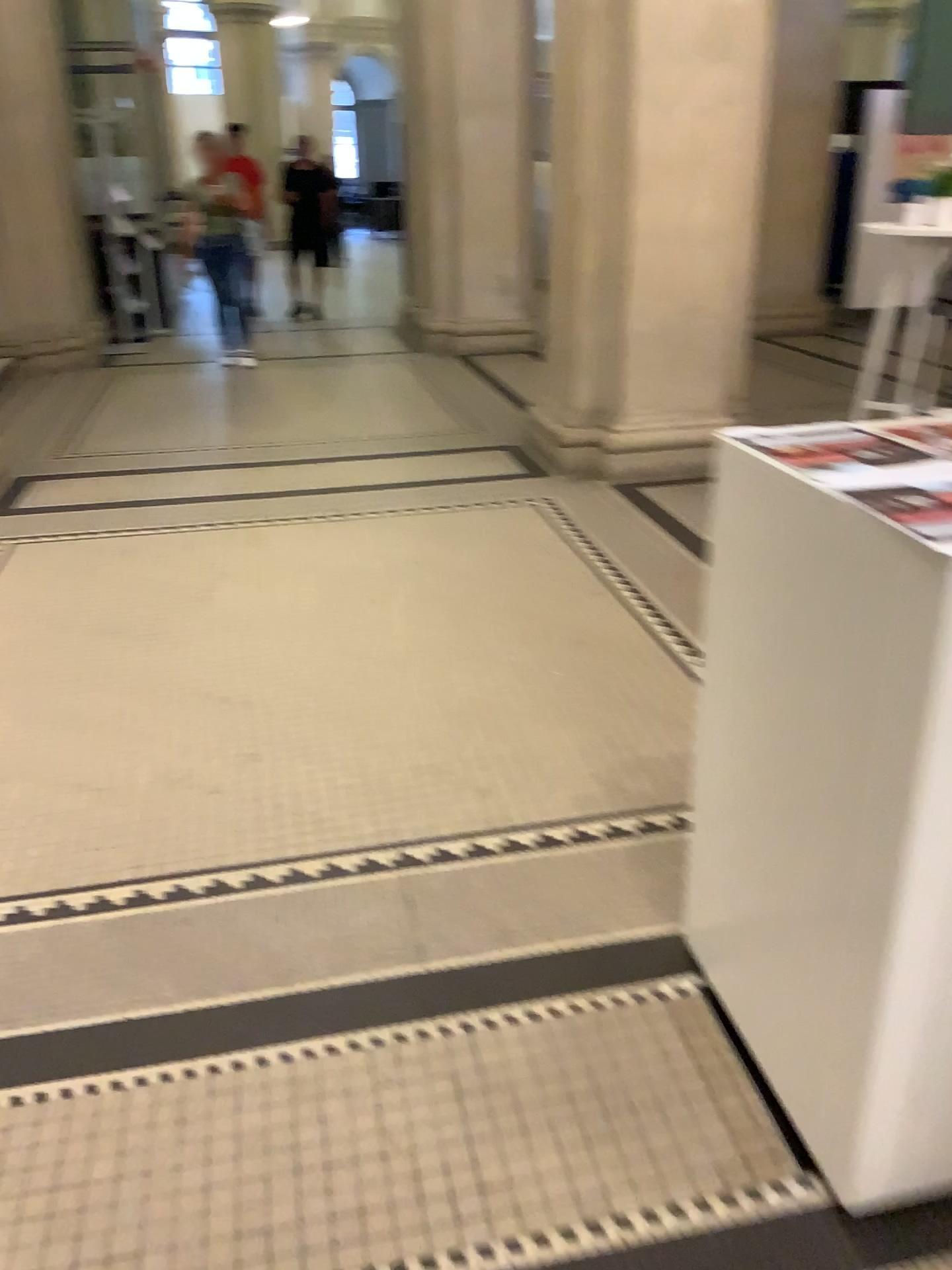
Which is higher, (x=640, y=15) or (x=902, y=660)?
(x=640, y=15)

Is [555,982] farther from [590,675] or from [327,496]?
[327,496]

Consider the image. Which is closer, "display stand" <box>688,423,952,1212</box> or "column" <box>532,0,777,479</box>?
"display stand" <box>688,423,952,1212</box>

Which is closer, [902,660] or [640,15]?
[902,660]
